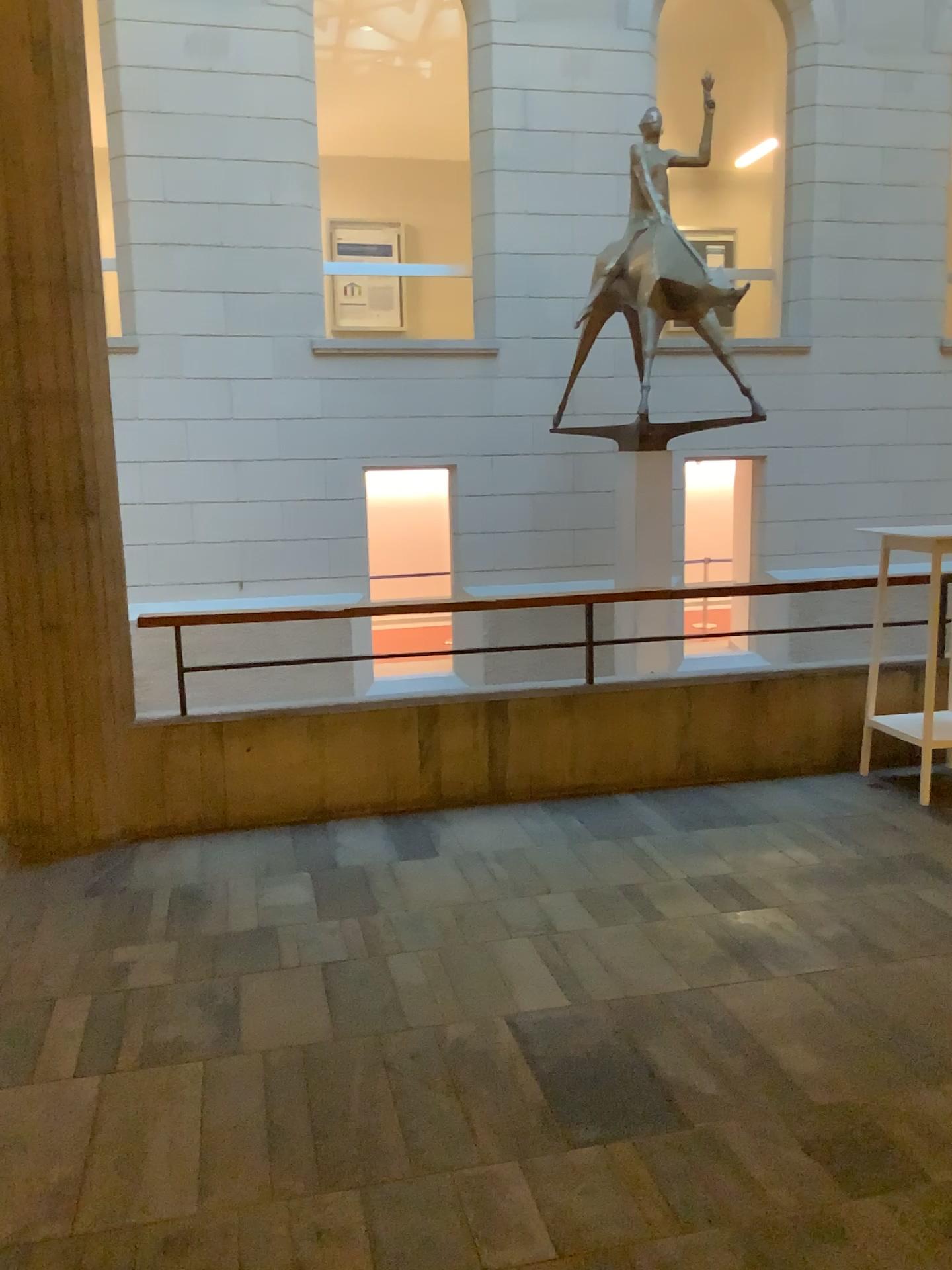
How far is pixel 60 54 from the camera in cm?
392

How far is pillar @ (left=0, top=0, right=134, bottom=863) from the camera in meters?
3.9 m

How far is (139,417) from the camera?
5.08m
